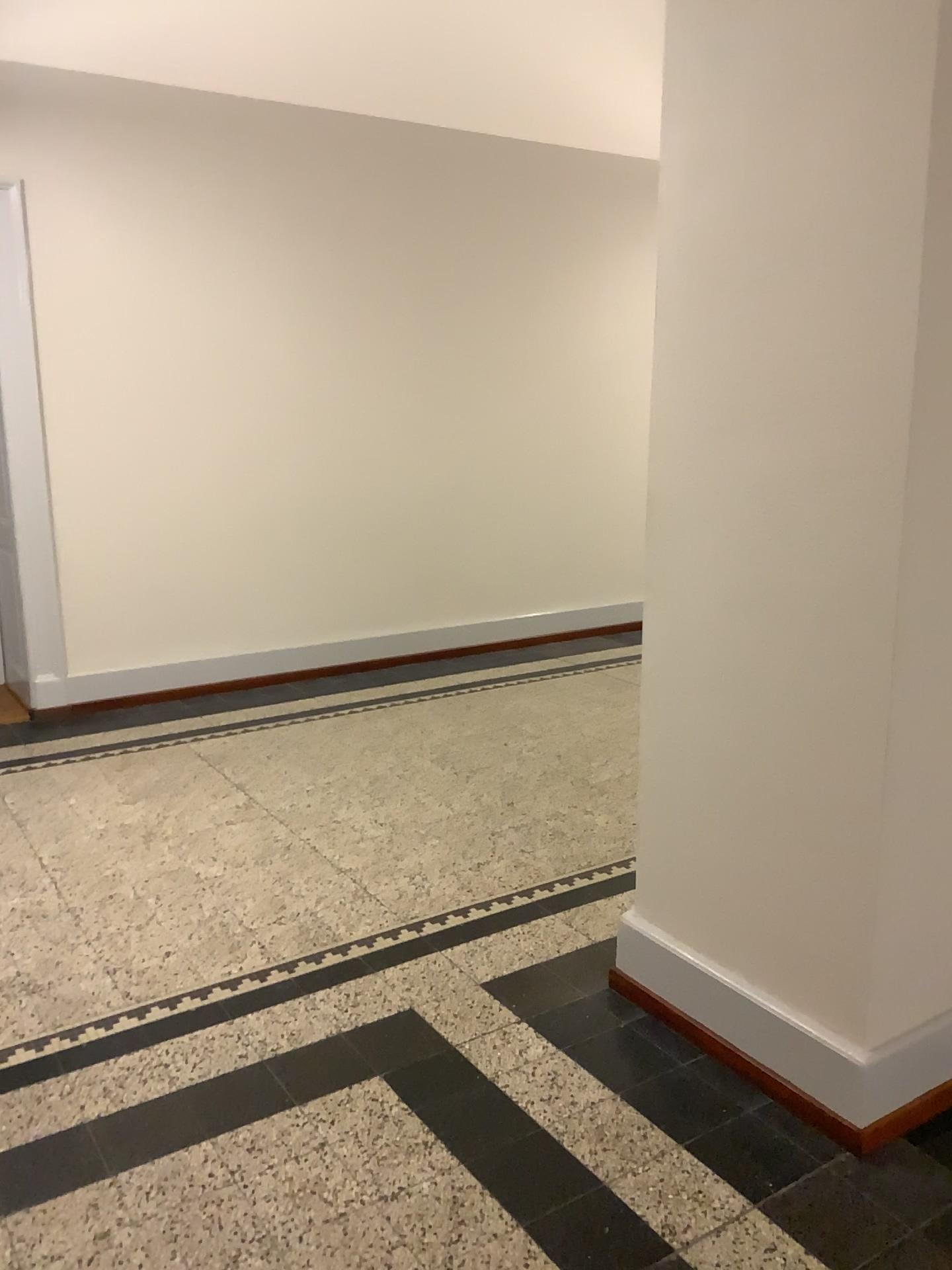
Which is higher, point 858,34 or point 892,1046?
point 858,34

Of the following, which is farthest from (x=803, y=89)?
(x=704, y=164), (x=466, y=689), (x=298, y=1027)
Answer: (x=466, y=689)
